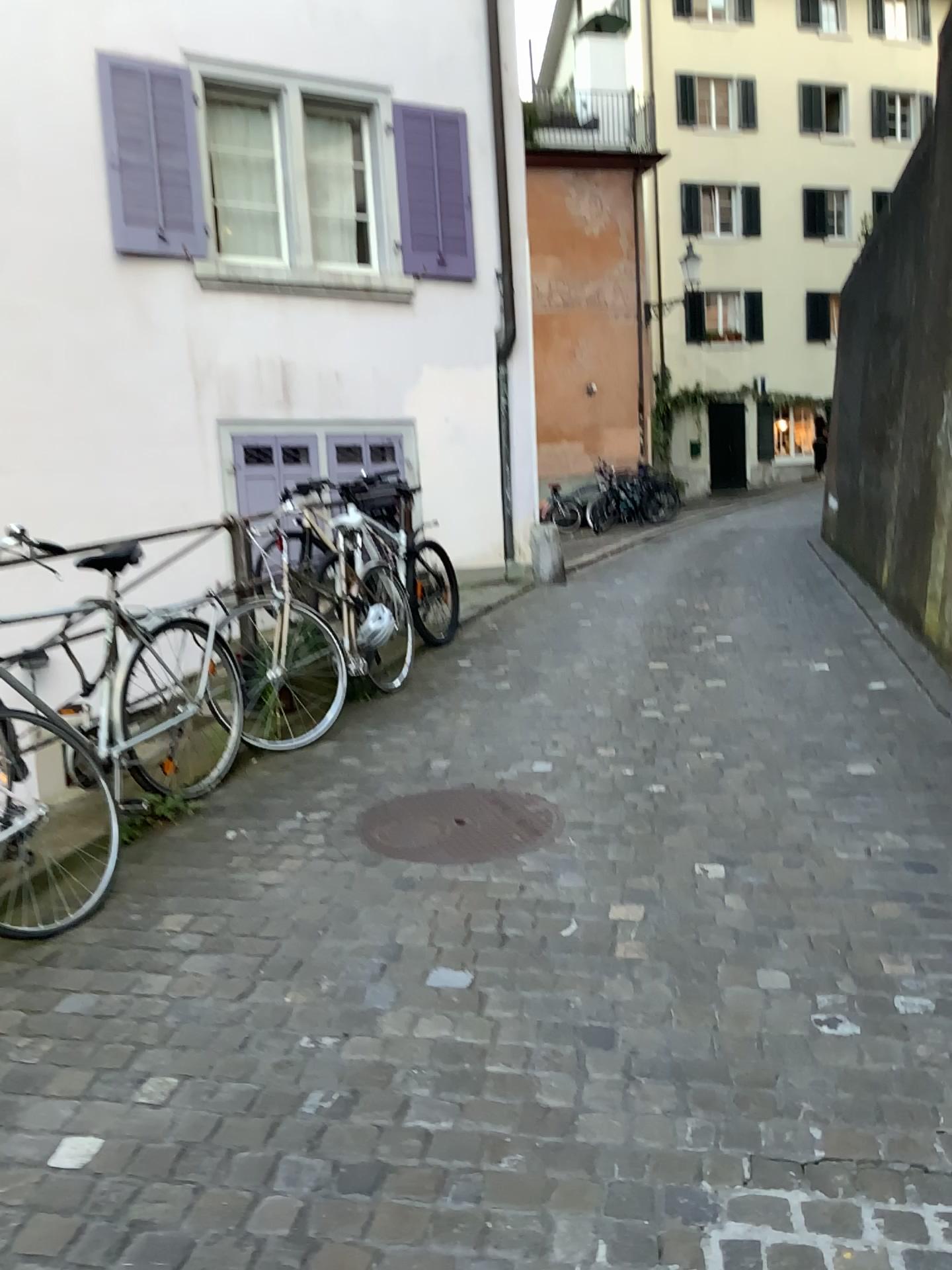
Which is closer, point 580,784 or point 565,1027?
point 565,1027
